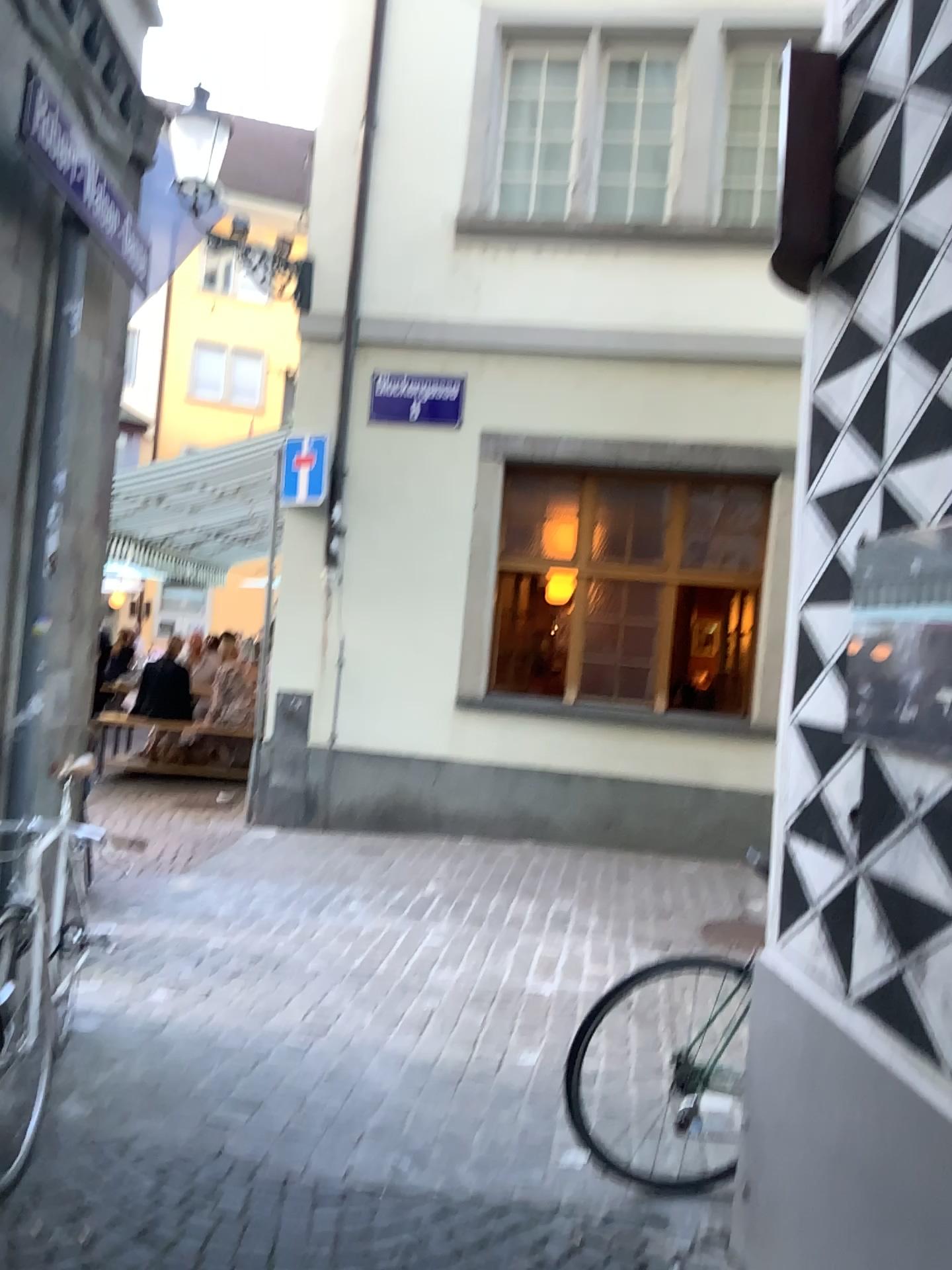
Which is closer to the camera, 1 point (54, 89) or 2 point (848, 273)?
2 point (848, 273)

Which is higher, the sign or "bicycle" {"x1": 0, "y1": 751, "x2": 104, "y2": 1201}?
the sign

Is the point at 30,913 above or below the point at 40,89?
below
